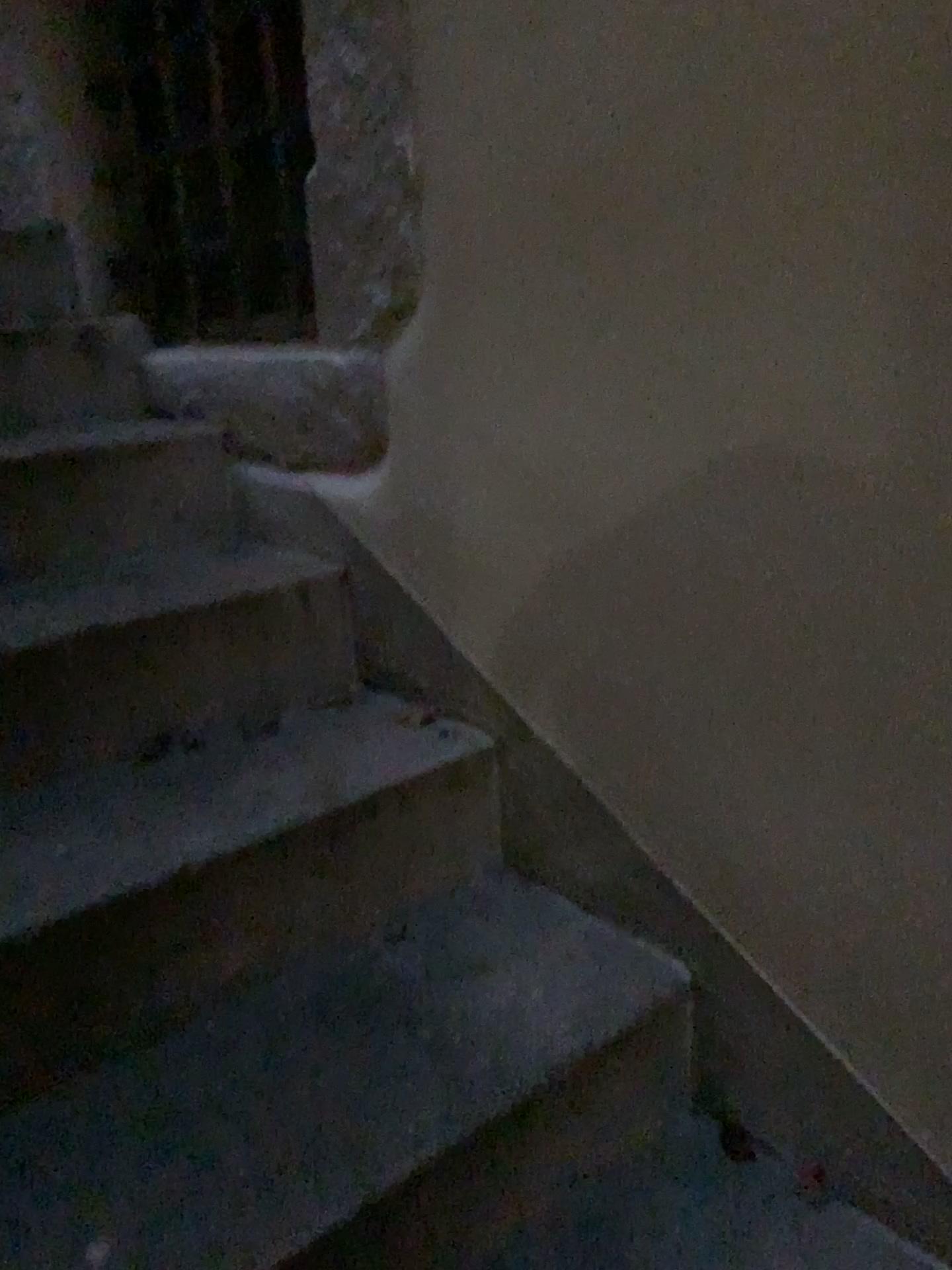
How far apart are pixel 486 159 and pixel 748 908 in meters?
0.8 m

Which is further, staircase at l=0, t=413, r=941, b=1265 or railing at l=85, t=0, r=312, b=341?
railing at l=85, t=0, r=312, b=341

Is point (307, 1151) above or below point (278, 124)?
Answer: below

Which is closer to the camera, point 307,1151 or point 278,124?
point 307,1151

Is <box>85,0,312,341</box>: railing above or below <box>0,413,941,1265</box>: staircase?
above
